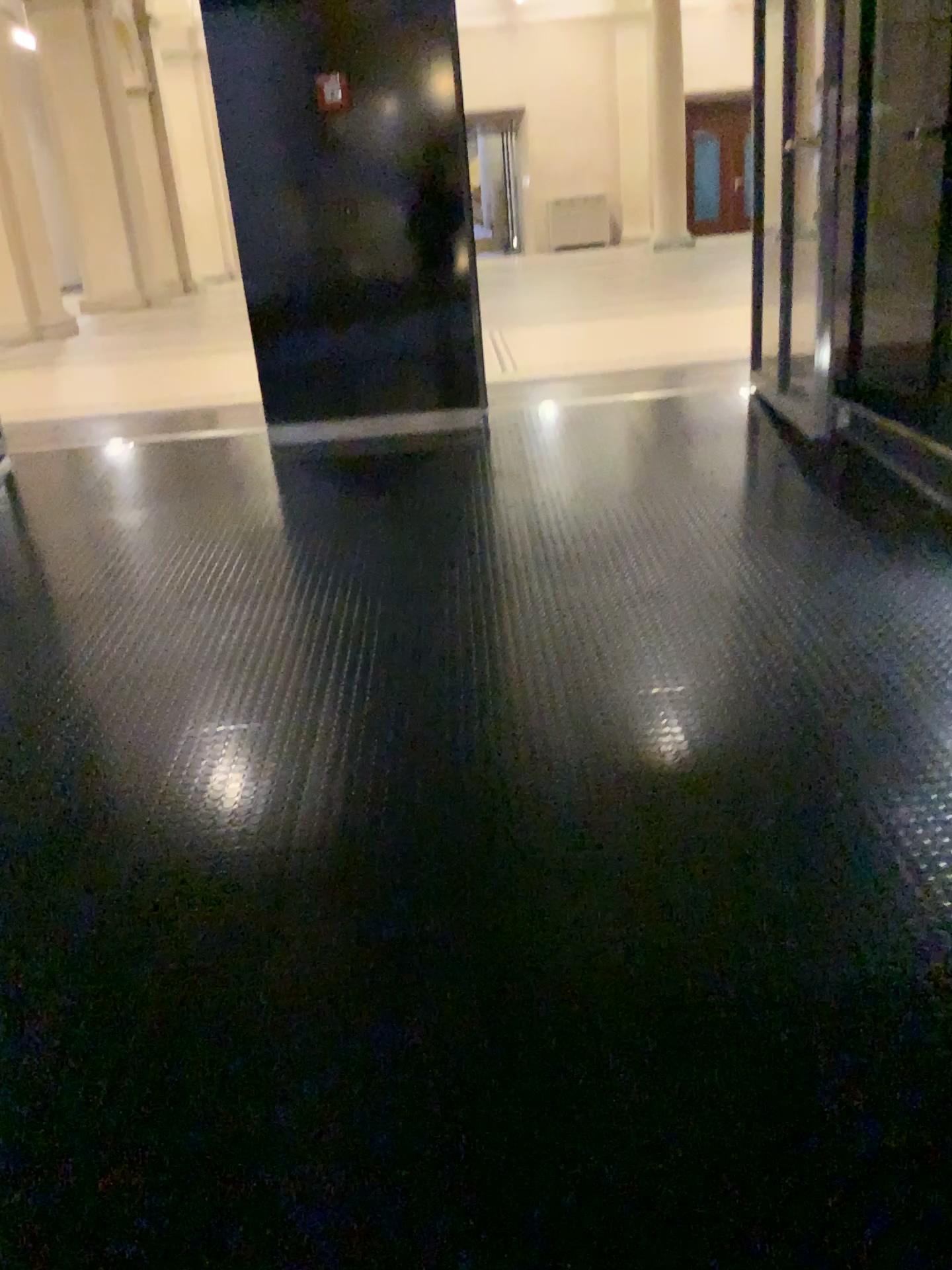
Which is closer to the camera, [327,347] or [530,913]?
[530,913]
